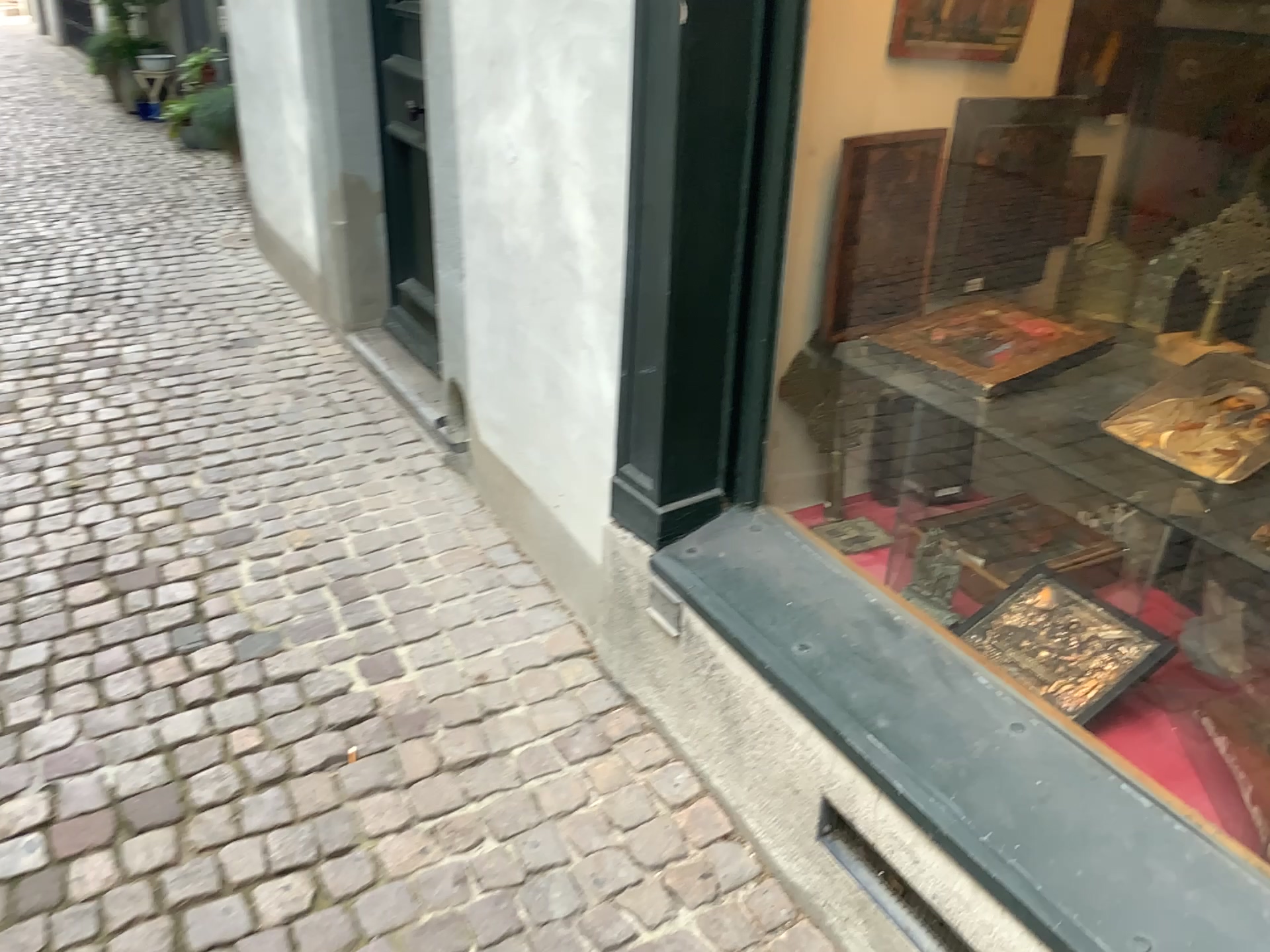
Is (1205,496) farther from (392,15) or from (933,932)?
(392,15)

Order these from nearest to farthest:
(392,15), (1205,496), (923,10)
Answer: (1205,496), (923,10), (392,15)

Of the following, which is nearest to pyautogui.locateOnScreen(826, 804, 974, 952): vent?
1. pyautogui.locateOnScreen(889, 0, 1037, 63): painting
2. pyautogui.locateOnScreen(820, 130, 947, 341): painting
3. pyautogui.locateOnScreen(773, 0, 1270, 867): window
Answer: pyautogui.locateOnScreen(773, 0, 1270, 867): window

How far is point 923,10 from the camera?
1.9 meters

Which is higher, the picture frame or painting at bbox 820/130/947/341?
painting at bbox 820/130/947/341

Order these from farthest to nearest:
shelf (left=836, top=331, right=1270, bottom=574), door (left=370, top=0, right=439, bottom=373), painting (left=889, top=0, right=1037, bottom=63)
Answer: door (left=370, top=0, right=439, bottom=373)
painting (left=889, top=0, right=1037, bottom=63)
shelf (left=836, top=331, right=1270, bottom=574)

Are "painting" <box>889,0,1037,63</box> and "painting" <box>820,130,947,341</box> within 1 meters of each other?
yes

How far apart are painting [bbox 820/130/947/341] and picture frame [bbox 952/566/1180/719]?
0.56m

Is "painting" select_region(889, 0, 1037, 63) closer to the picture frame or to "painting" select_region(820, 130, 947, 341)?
"painting" select_region(820, 130, 947, 341)

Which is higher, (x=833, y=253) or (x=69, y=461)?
(x=833, y=253)
